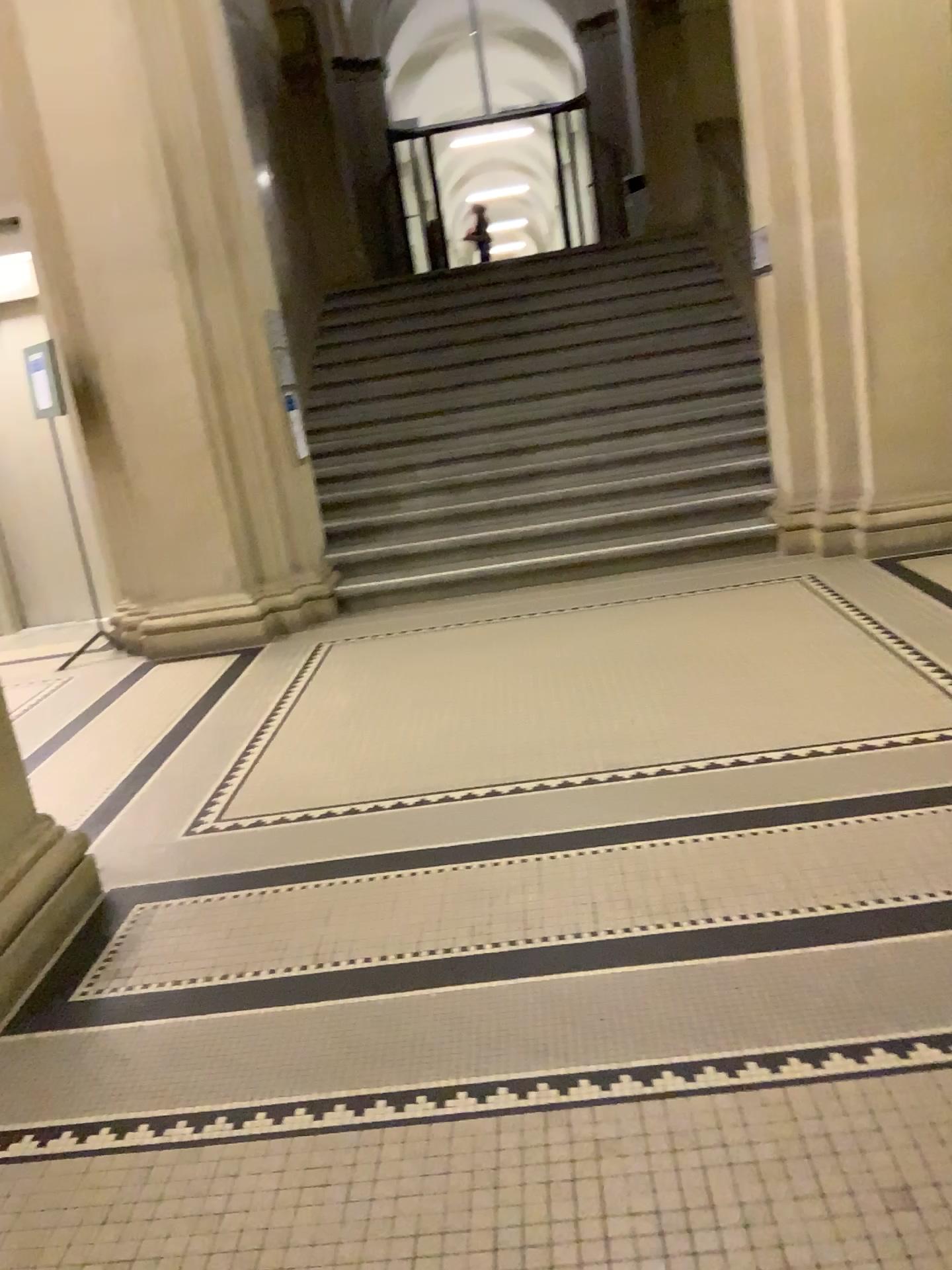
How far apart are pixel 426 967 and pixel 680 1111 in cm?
77

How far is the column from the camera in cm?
271

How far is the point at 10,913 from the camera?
2.7m
